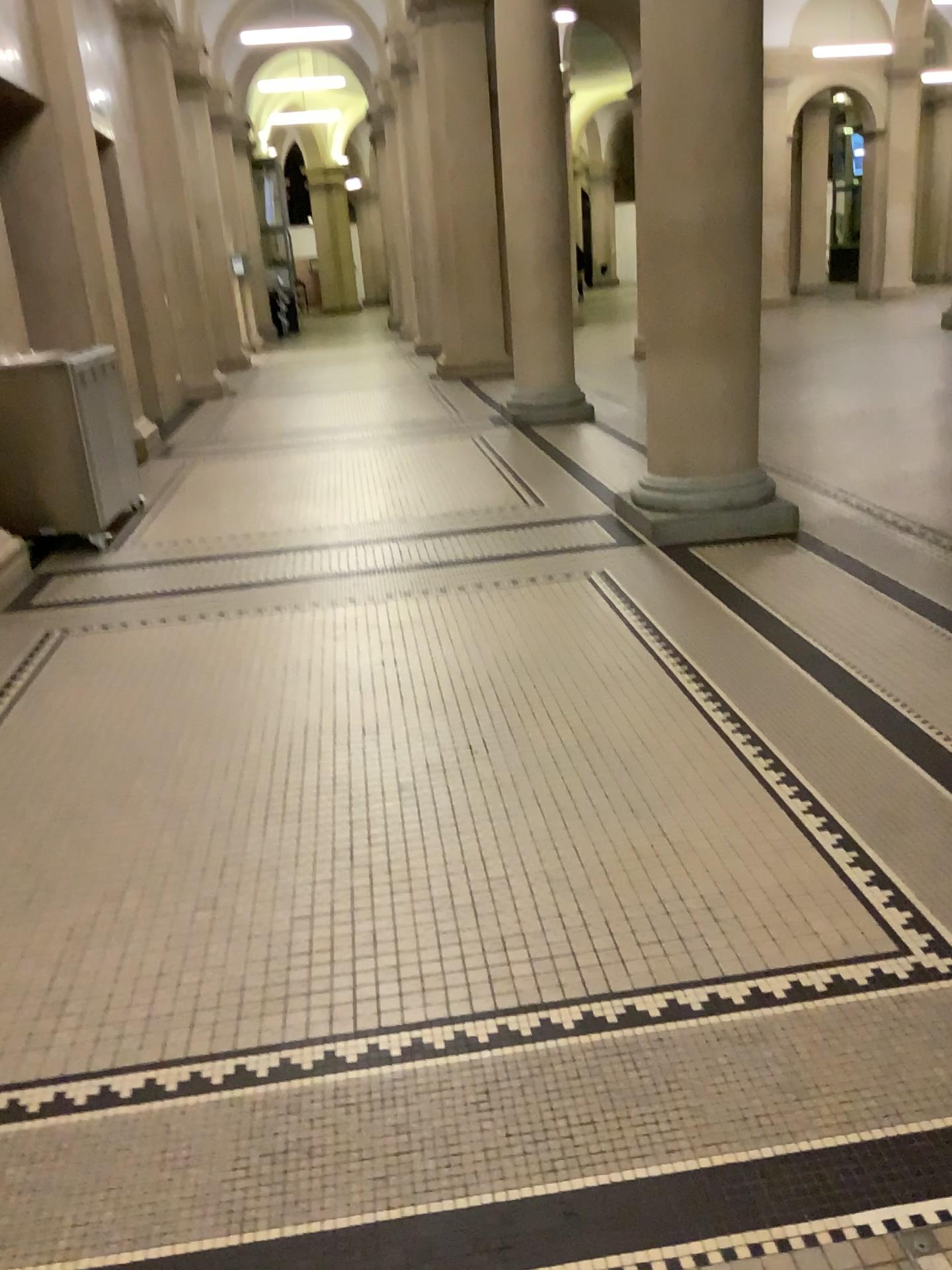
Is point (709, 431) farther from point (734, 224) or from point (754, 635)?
point (754, 635)
